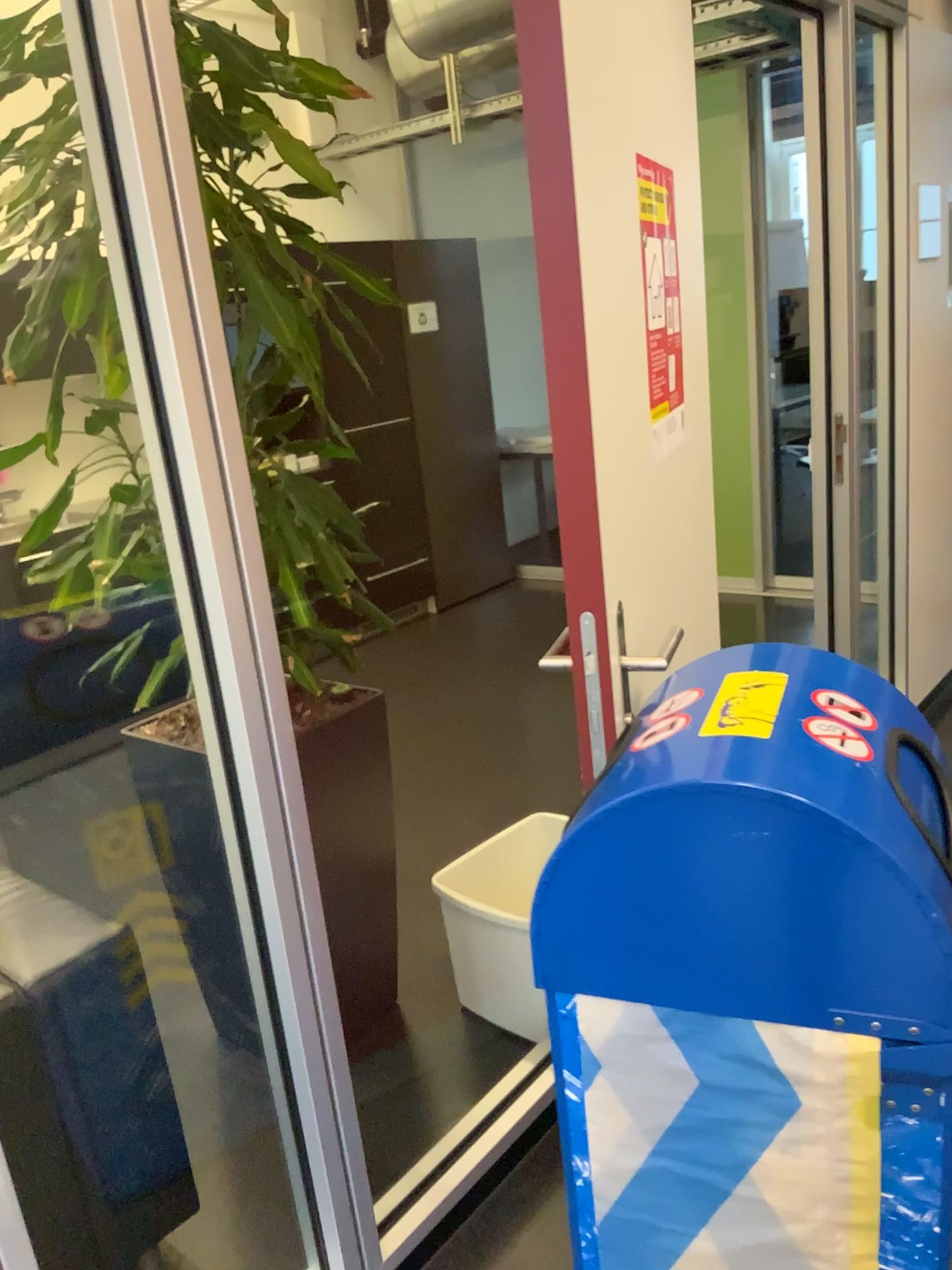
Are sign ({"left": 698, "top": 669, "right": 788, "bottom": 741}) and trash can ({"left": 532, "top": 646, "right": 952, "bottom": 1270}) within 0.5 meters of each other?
yes

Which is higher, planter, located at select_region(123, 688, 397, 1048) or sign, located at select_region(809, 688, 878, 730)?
sign, located at select_region(809, 688, 878, 730)

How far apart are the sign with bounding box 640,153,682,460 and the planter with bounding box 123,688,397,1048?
0.8 meters

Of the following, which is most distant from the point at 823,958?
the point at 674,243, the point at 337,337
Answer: the point at 337,337

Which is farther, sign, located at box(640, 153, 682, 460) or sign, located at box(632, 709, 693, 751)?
sign, located at box(640, 153, 682, 460)

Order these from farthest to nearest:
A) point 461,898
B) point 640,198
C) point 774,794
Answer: point 461,898 < point 640,198 < point 774,794

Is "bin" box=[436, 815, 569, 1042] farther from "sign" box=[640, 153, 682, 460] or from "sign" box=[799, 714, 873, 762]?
"sign" box=[799, 714, 873, 762]

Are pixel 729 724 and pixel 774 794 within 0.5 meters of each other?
yes

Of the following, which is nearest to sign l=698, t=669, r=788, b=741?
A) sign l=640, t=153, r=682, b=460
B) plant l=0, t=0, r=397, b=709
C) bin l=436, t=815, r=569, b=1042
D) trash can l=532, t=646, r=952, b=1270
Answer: trash can l=532, t=646, r=952, b=1270

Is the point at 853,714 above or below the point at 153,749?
above
